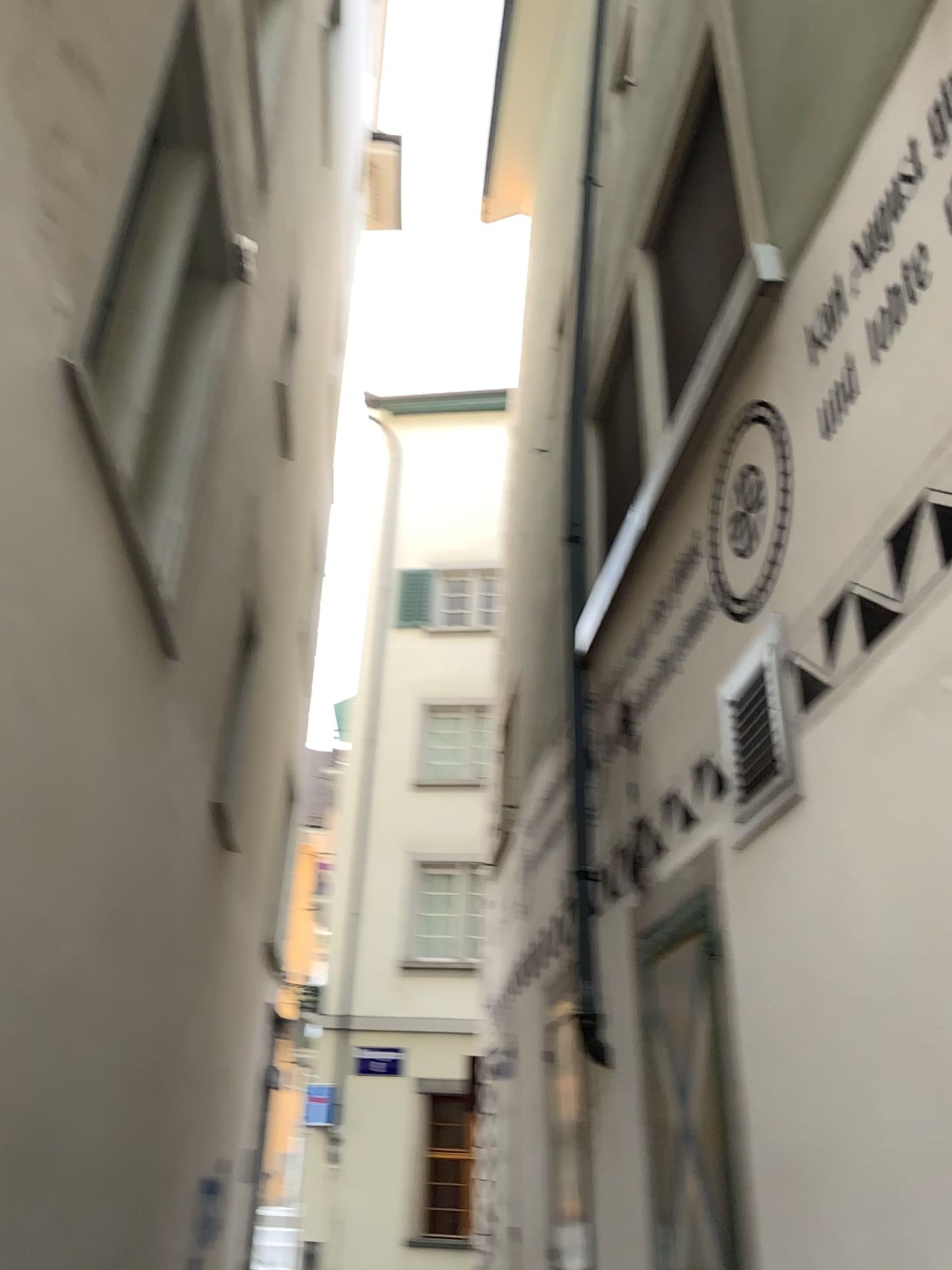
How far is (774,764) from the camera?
3.0 meters

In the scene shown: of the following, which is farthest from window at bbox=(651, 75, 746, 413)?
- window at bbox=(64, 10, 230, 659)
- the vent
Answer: window at bbox=(64, 10, 230, 659)

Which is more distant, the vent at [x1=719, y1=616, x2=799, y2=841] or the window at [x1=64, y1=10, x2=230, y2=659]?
the window at [x1=64, y1=10, x2=230, y2=659]

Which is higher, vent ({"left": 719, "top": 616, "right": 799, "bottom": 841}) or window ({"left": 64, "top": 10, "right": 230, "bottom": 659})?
window ({"left": 64, "top": 10, "right": 230, "bottom": 659})

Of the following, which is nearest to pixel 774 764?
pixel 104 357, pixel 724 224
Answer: pixel 724 224

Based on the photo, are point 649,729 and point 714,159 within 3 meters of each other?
yes

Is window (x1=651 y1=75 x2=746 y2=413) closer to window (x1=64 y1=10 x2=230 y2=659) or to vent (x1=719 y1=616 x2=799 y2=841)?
vent (x1=719 y1=616 x2=799 y2=841)

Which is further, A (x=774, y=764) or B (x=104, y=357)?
B (x=104, y=357)

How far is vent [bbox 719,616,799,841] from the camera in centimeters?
299cm
